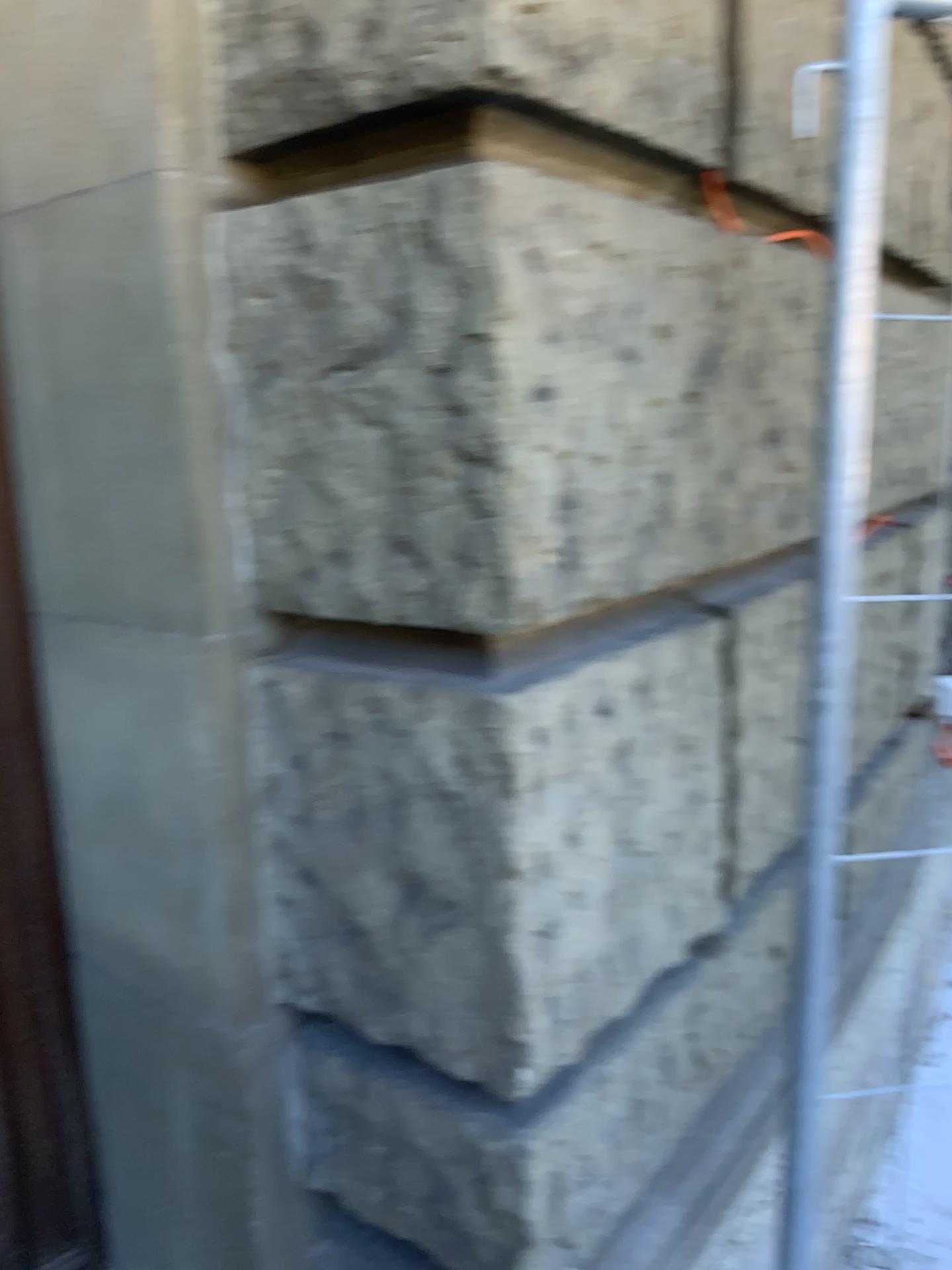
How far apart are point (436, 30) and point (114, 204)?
0.4 meters

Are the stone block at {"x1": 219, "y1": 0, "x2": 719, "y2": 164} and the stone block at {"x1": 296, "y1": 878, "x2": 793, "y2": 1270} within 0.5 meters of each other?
no

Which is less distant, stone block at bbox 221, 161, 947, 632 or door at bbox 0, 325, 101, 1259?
stone block at bbox 221, 161, 947, 632

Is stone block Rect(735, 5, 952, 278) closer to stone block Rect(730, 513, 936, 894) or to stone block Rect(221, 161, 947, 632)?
stone block Rect(221, 161, 947, 632)

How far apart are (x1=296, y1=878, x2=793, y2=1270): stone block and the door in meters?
0.4 m

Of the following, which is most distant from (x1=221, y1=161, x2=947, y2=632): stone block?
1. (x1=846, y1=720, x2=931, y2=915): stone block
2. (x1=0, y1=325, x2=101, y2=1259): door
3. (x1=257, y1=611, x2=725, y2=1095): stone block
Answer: (x1=846, y1=720, x2=931, y2=915): stone block

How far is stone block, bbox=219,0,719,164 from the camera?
1.0 meters

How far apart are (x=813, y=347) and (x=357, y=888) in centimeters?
109cm

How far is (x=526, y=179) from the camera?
1.0m

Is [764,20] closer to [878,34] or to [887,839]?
[878,34]
